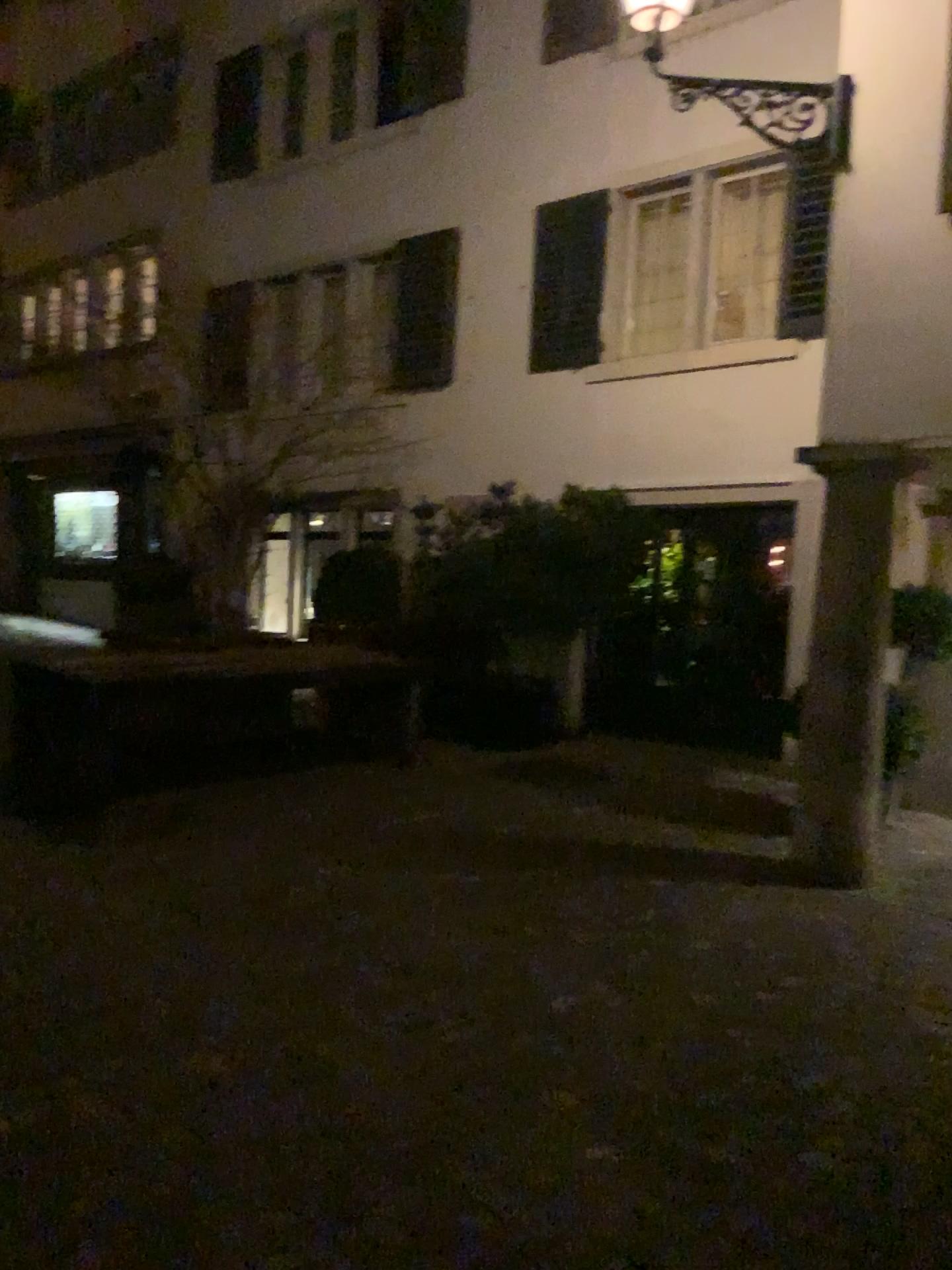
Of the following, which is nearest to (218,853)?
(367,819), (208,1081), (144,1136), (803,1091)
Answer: (367,819)
